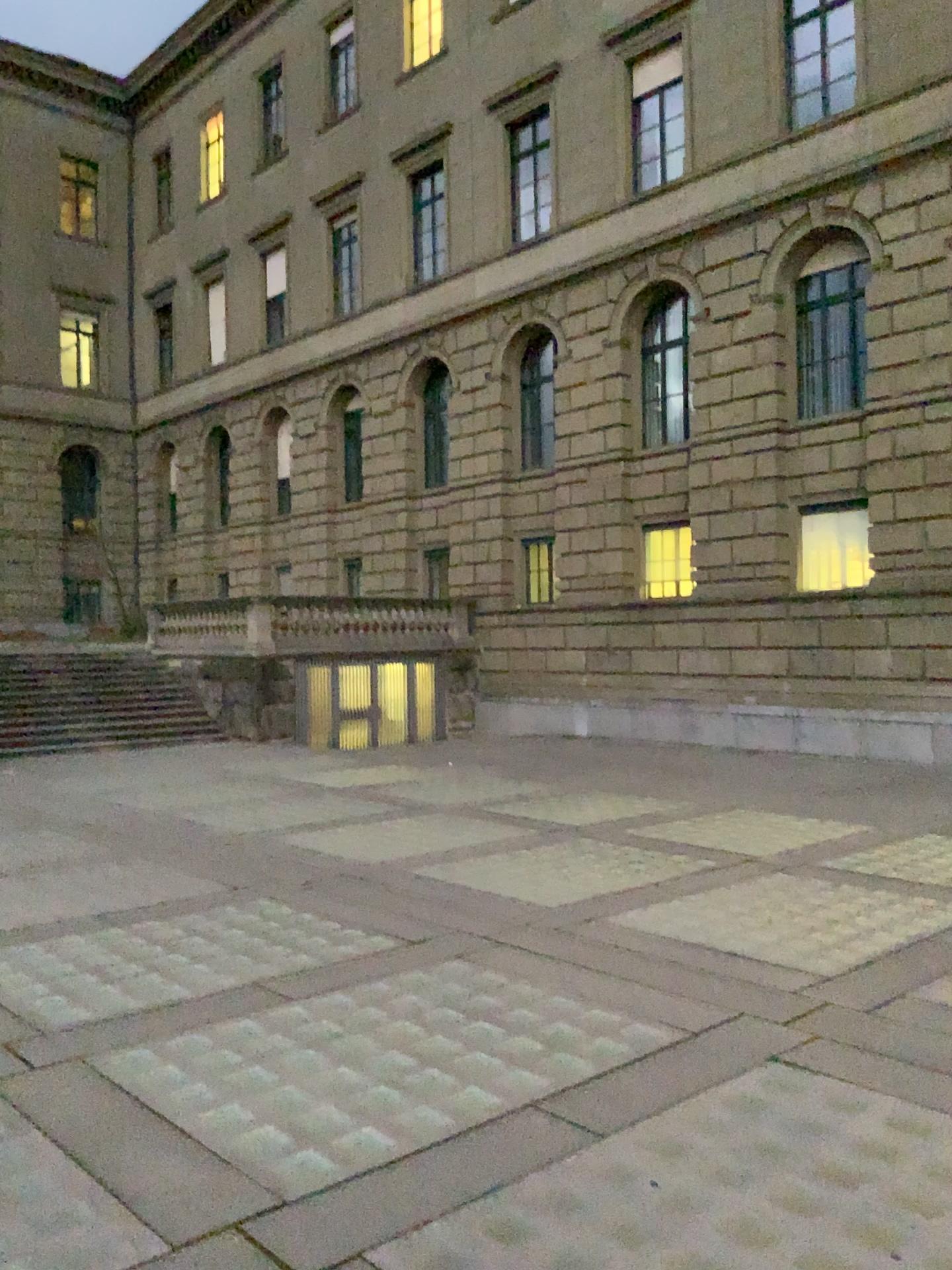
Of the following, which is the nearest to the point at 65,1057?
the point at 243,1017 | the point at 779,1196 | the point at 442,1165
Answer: the point at 243,1017
